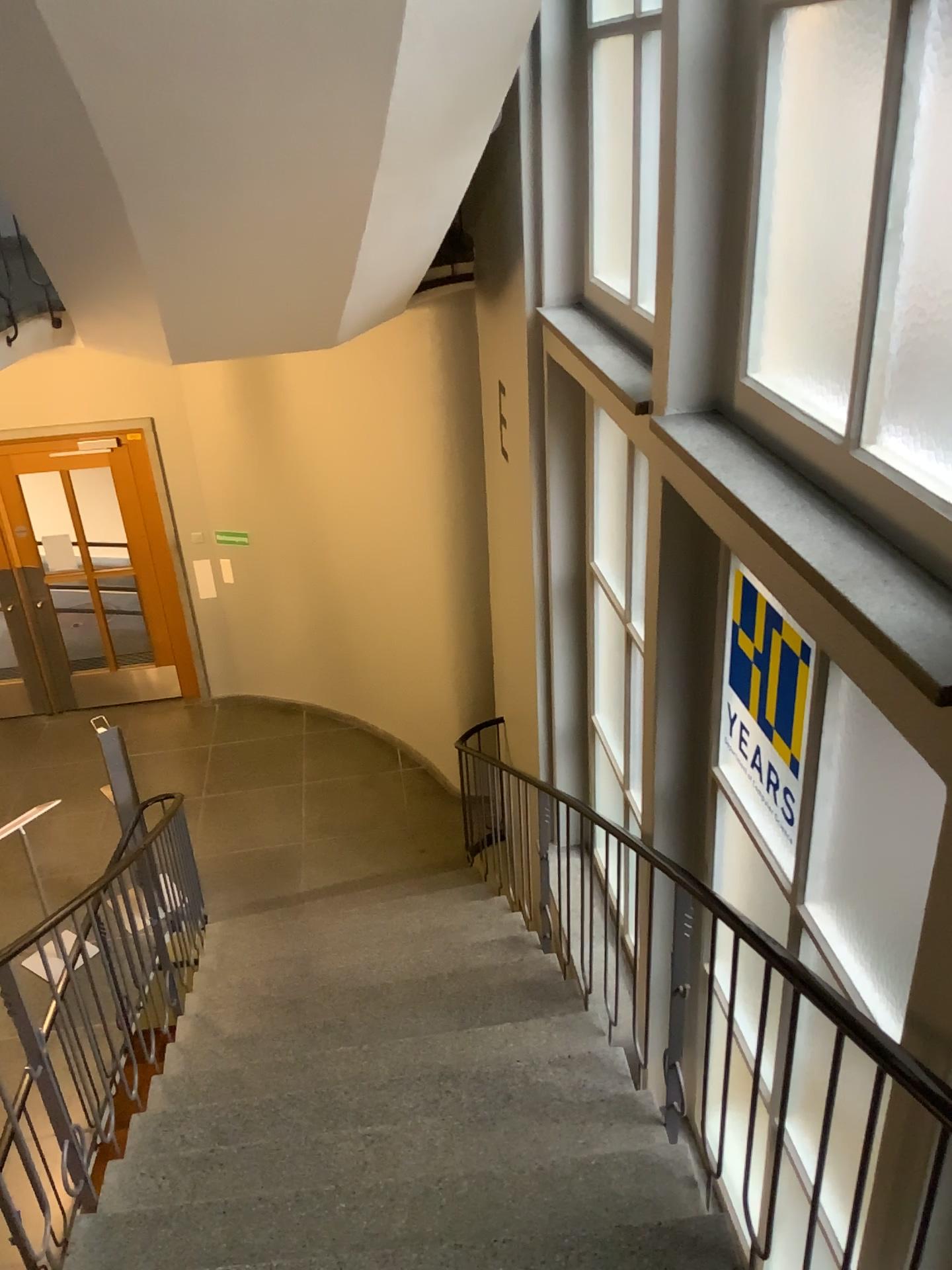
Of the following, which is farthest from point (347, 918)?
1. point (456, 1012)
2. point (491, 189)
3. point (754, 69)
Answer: point (754, 69)

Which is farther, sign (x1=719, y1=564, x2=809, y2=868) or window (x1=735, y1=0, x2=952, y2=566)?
sign (x1=719, y1=564, x2=809, y2=868)

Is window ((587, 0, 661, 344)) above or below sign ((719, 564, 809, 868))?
above

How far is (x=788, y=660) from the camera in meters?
2.7

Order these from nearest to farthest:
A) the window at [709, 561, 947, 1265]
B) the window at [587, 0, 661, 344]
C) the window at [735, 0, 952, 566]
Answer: the window at [735, 0, 952, 566] → the window at [709, 561, 947, 1265] → the window at [587, 0, 661, 344]

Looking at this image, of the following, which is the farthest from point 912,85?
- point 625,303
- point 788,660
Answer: point 625,303

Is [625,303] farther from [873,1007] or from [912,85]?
[873,1007]

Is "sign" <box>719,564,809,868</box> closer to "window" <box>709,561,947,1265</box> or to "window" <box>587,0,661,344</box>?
"window" <box>709,561,947,1265</box>

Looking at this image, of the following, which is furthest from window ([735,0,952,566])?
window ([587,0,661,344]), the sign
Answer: window ([587,0,661,344])

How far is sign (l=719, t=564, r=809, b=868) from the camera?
2.6m
